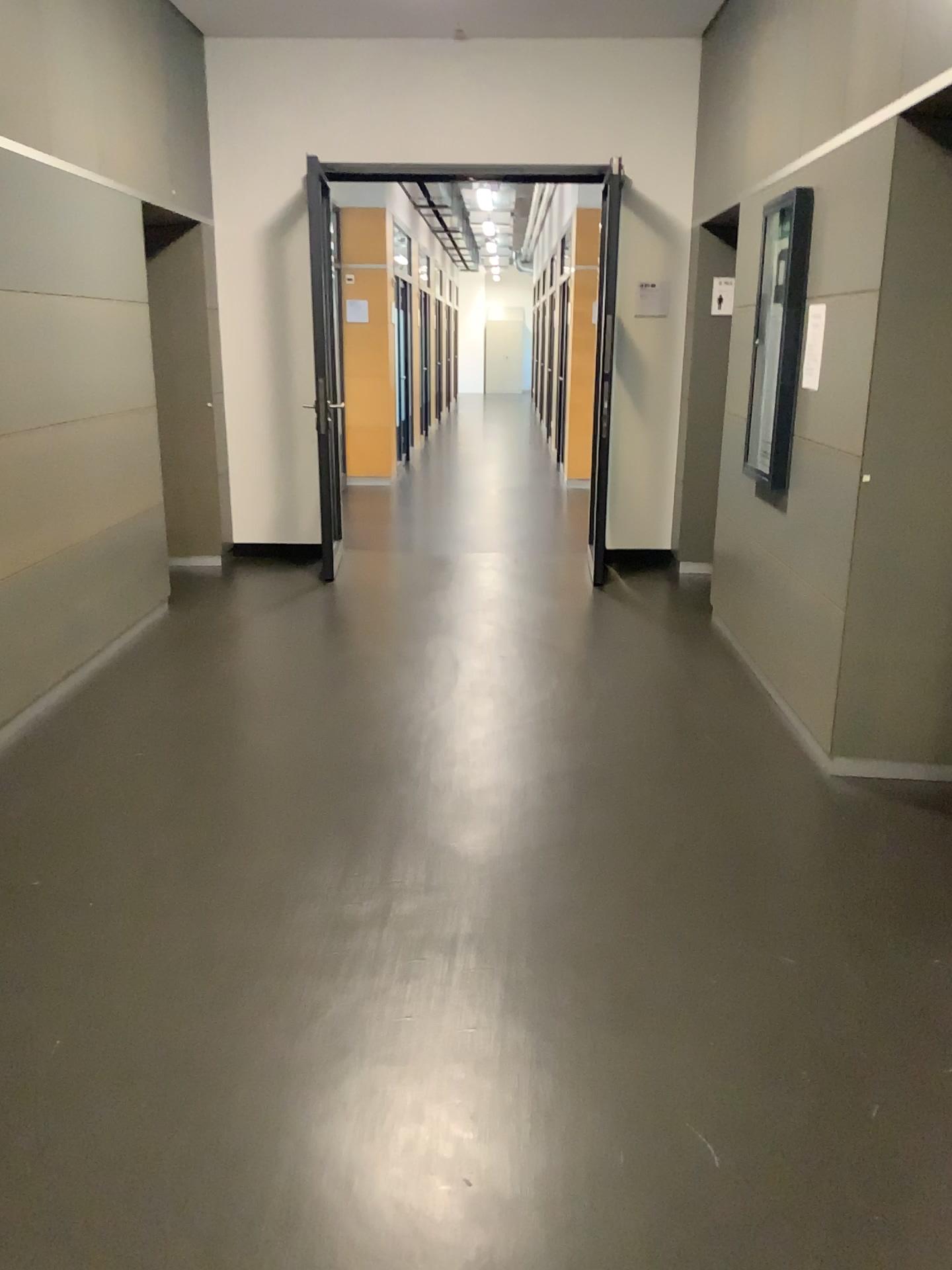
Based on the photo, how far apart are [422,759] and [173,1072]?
1.7 meters
